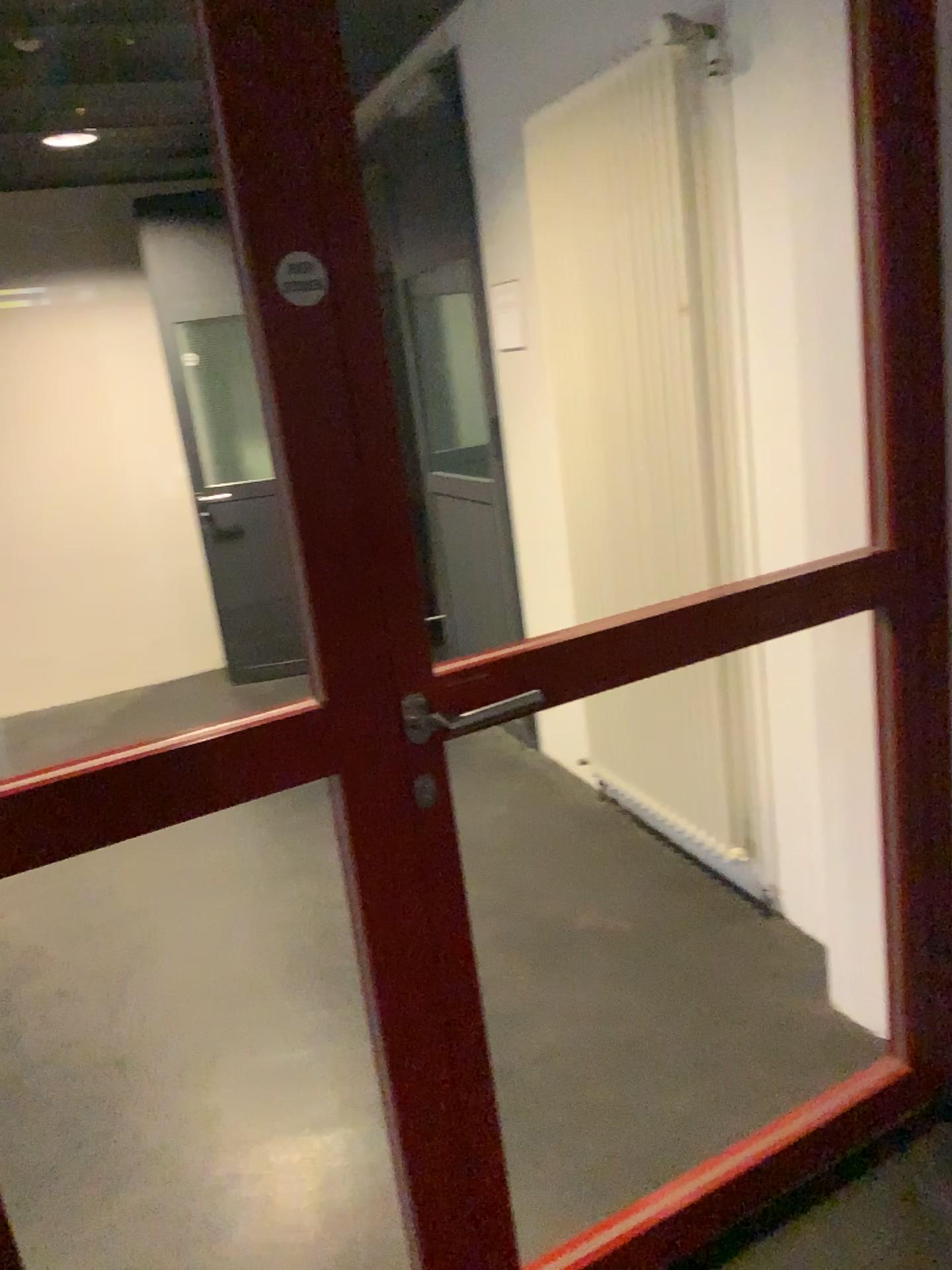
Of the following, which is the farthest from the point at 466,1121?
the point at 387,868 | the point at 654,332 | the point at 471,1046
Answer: the point at 654,332

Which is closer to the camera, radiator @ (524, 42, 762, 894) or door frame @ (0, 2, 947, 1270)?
door frame @ (0, 2, 947, 1270)

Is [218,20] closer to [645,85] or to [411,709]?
[411,709]

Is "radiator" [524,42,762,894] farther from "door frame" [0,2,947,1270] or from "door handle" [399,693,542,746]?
"door handle" [399,693,542,746]

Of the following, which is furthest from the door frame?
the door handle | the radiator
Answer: the radiator

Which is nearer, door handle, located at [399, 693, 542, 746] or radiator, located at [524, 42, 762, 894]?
door handle, located at [399, 693, 542, 746]

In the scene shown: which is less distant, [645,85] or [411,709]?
[411,709]

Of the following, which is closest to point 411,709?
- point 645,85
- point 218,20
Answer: point 218,20
